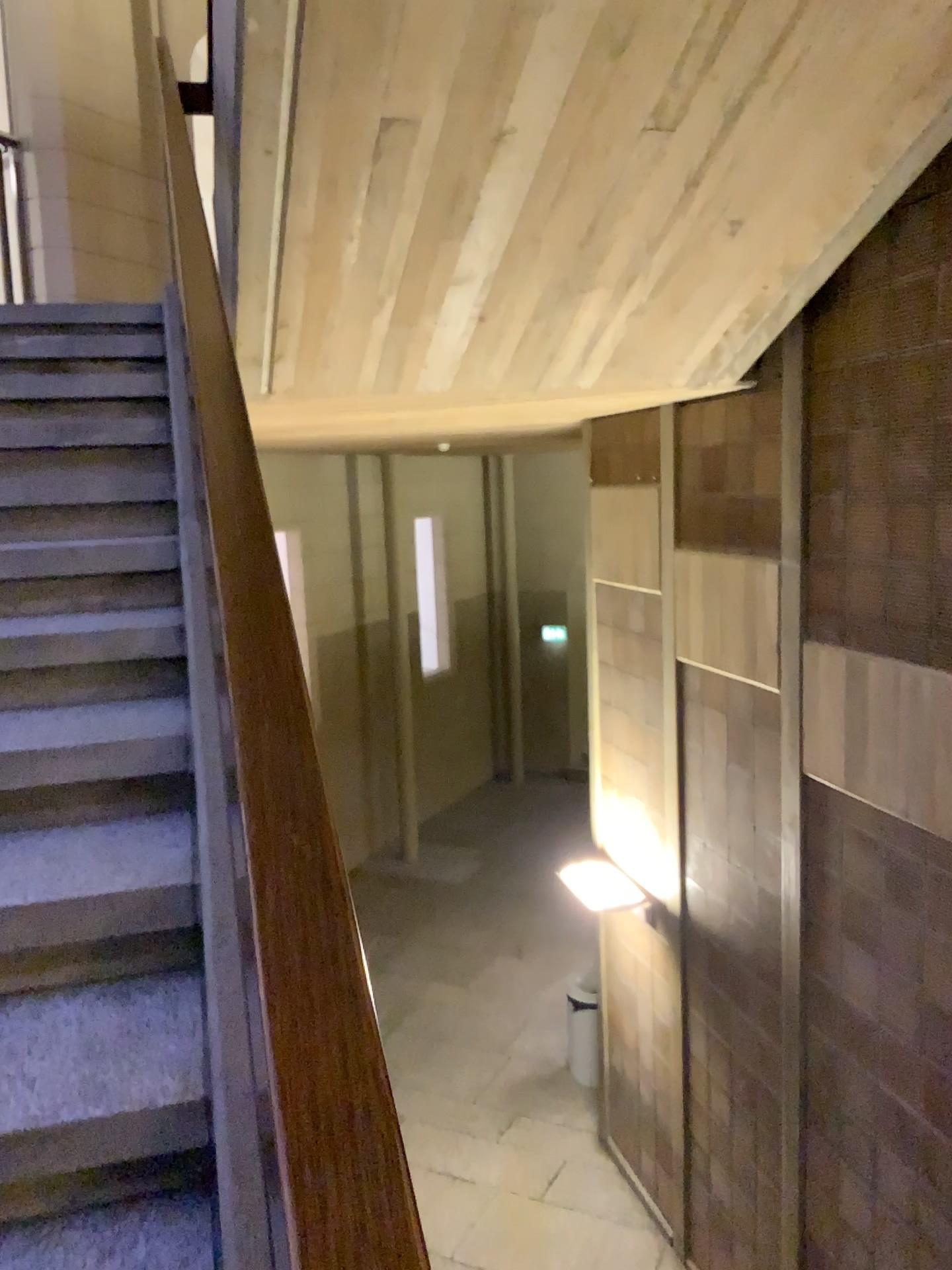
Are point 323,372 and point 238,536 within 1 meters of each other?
no
